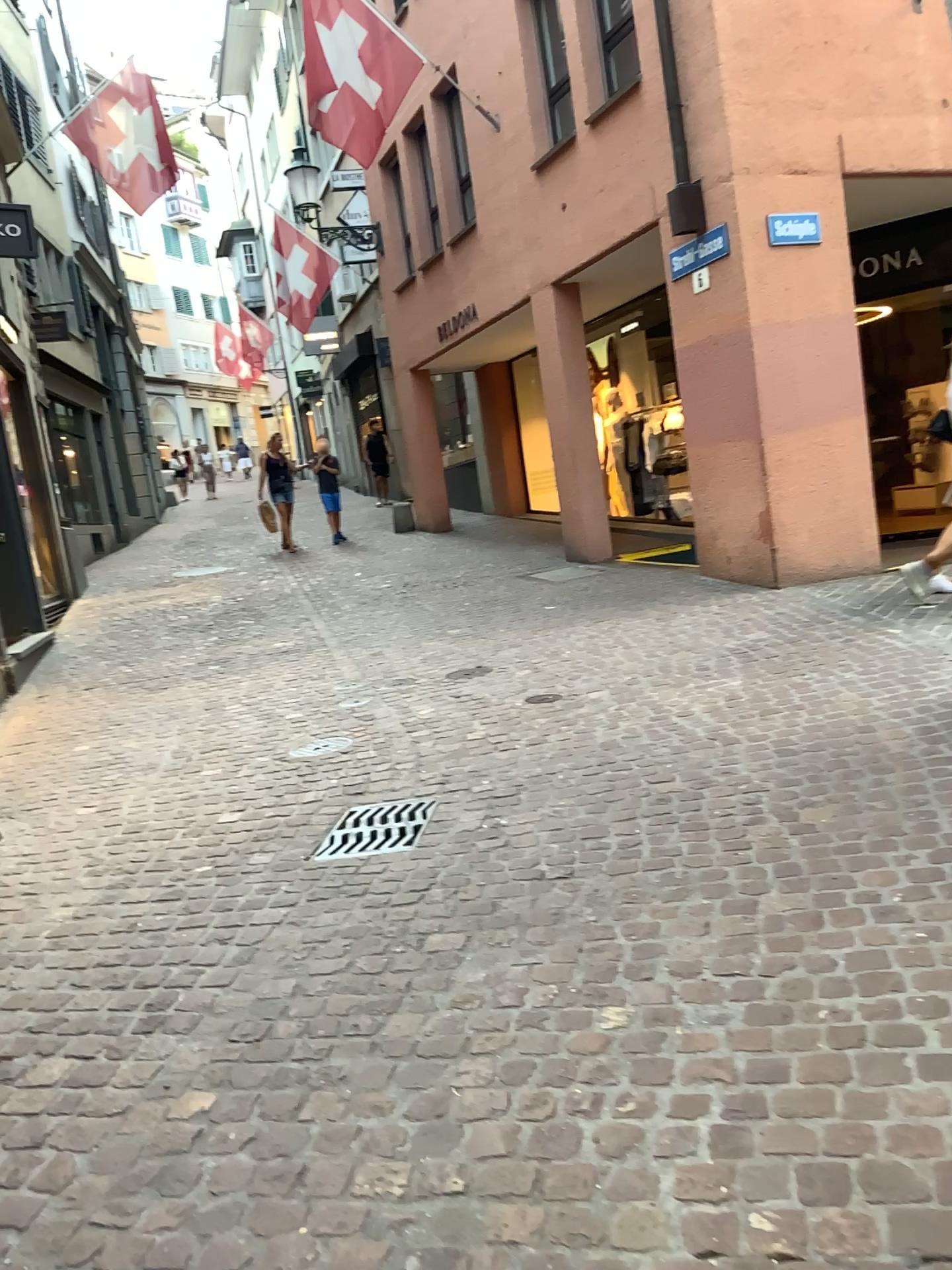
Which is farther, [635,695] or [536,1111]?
[635,695]
